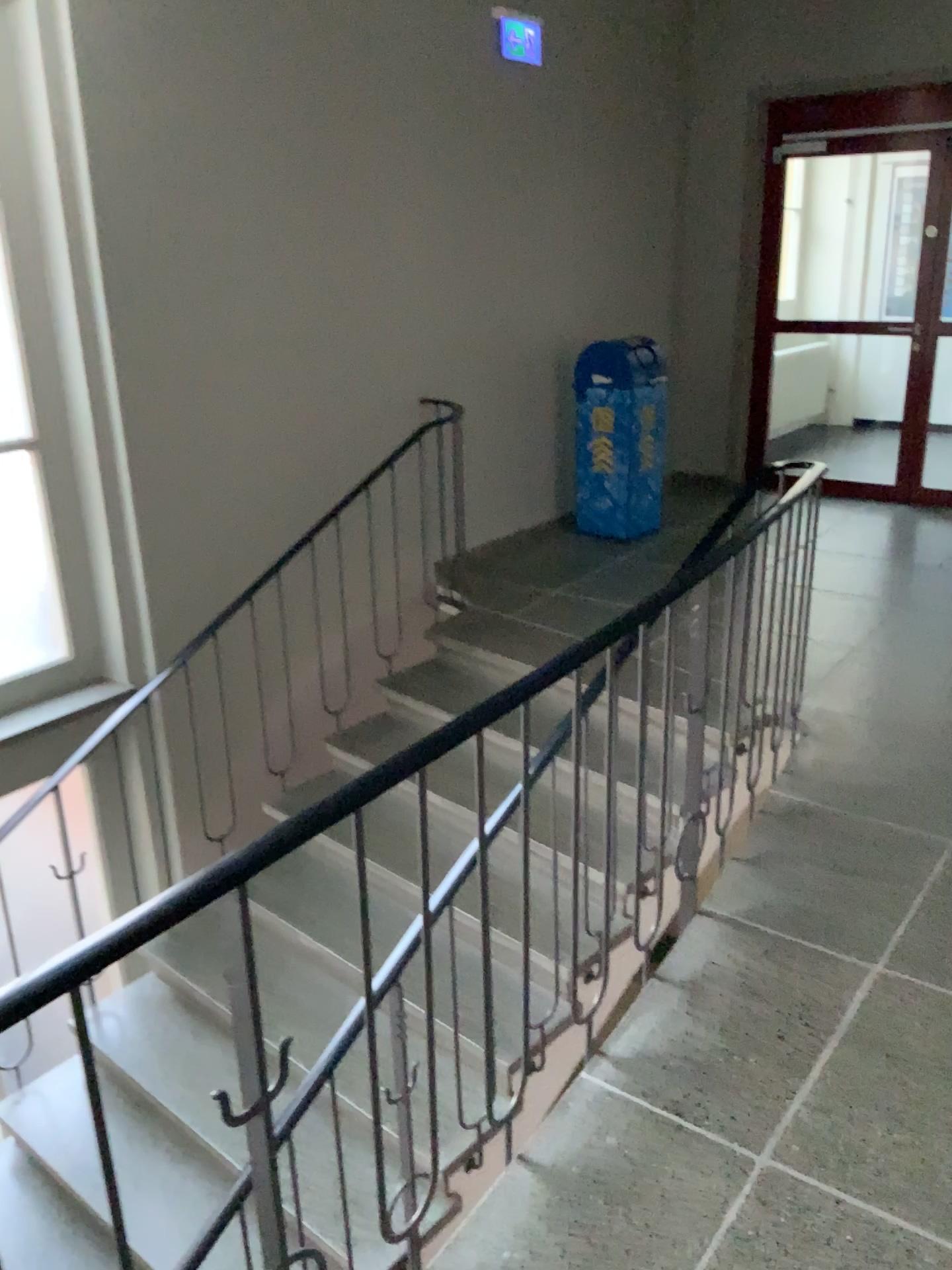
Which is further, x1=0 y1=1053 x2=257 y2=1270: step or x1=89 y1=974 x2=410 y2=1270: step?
x1=89 y1=974 x2=410 y2=1270: step

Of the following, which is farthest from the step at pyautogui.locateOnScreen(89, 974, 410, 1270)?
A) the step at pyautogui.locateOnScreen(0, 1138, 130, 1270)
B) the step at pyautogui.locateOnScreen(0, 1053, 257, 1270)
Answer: the step at pyautogui.locateOnScreen(0, 1138, 130, 1270)

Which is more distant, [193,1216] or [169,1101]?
[169,1101]

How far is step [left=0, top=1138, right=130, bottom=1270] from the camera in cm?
330

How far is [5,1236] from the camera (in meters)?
3.30

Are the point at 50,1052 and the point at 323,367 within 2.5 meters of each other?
no

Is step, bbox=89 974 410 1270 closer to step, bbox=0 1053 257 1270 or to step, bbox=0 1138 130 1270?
step, bbox=0 1053 257 1270
